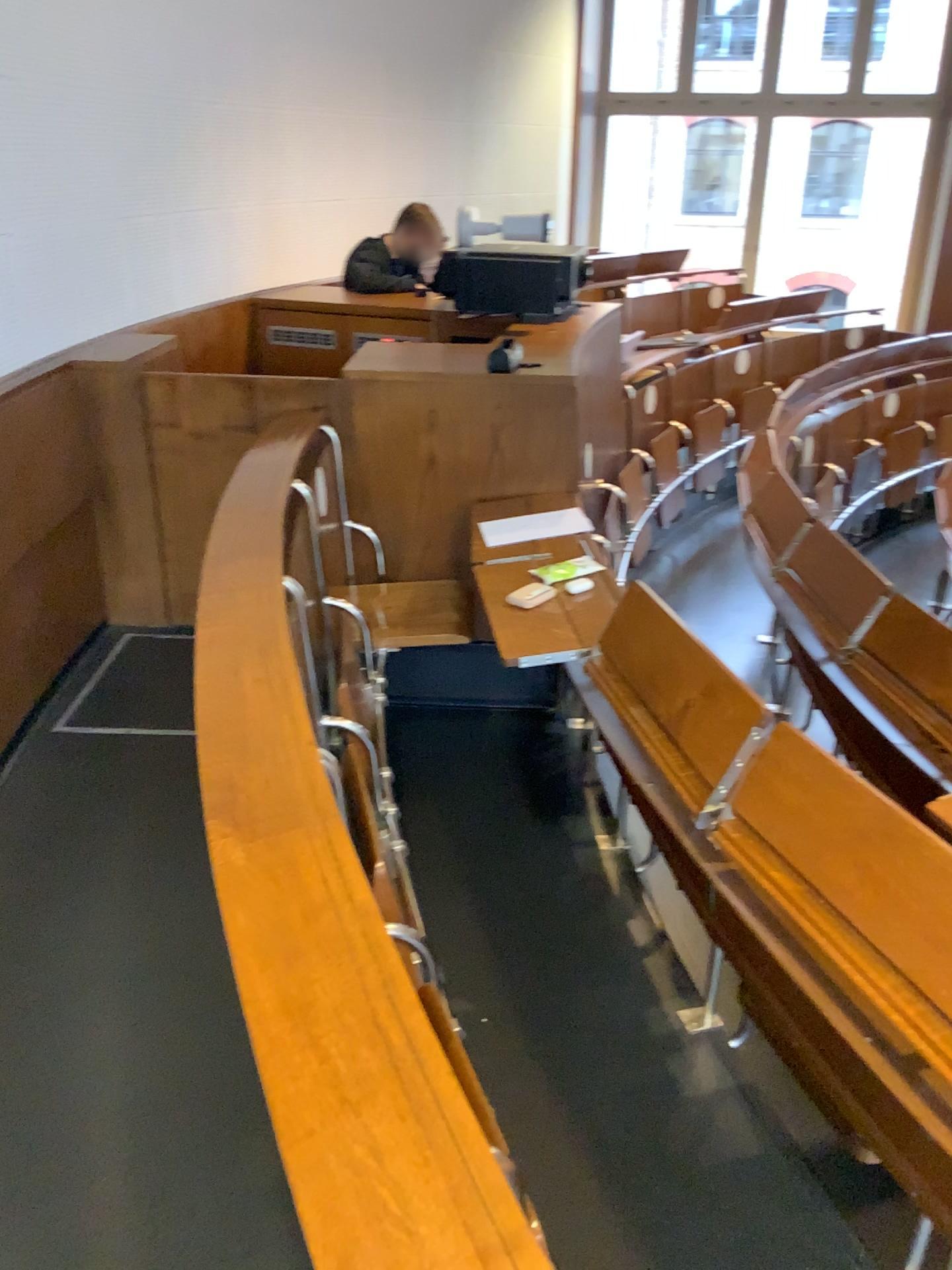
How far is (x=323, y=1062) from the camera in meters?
0.9 m

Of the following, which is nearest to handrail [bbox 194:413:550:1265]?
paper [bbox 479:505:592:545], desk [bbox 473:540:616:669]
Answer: desk [bbox 473:540:616:669]

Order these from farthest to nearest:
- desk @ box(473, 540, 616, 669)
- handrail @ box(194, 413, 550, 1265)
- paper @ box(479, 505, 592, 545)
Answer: paper @ box(479, 505, 592, 545) → desk @ box(473, 540, 616, 669) → handrail @ box(194, 413, 550, 1265)

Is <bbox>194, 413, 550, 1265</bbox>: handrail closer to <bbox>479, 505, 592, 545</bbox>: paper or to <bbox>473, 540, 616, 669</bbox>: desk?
<bbox>473, 540, 616, 669</bbox>: desk

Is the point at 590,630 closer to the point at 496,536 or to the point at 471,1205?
the point at 496,536

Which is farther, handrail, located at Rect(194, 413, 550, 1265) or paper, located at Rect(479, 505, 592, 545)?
paper, located at Rect(479, 505, 592, 545)

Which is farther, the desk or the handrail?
the desk

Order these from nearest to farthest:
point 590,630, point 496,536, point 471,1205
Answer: point 471,1205, point 590,630, point 496,536

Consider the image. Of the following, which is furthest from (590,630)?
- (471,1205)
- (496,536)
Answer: (471,1205)
